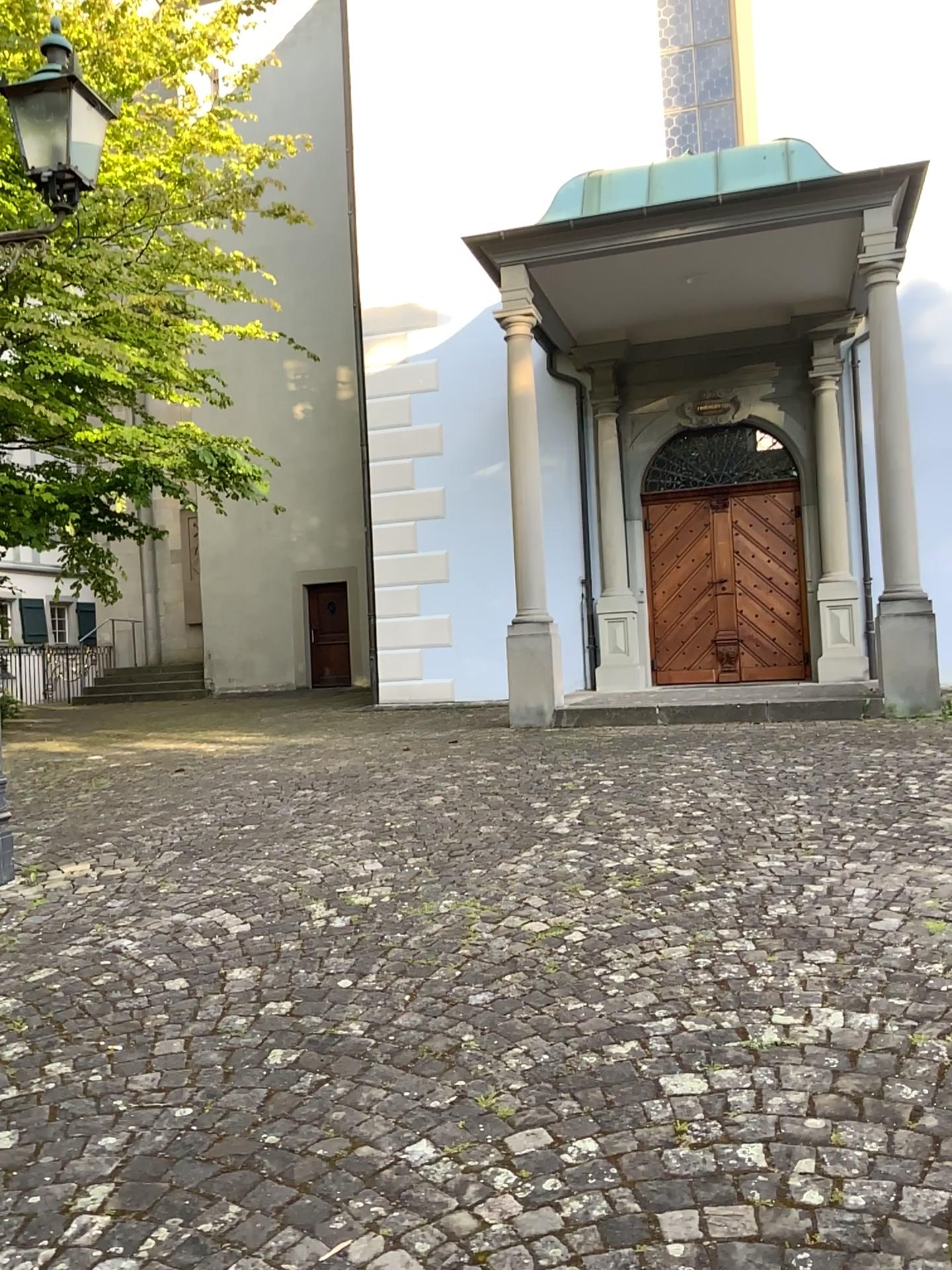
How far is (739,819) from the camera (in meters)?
4.79
